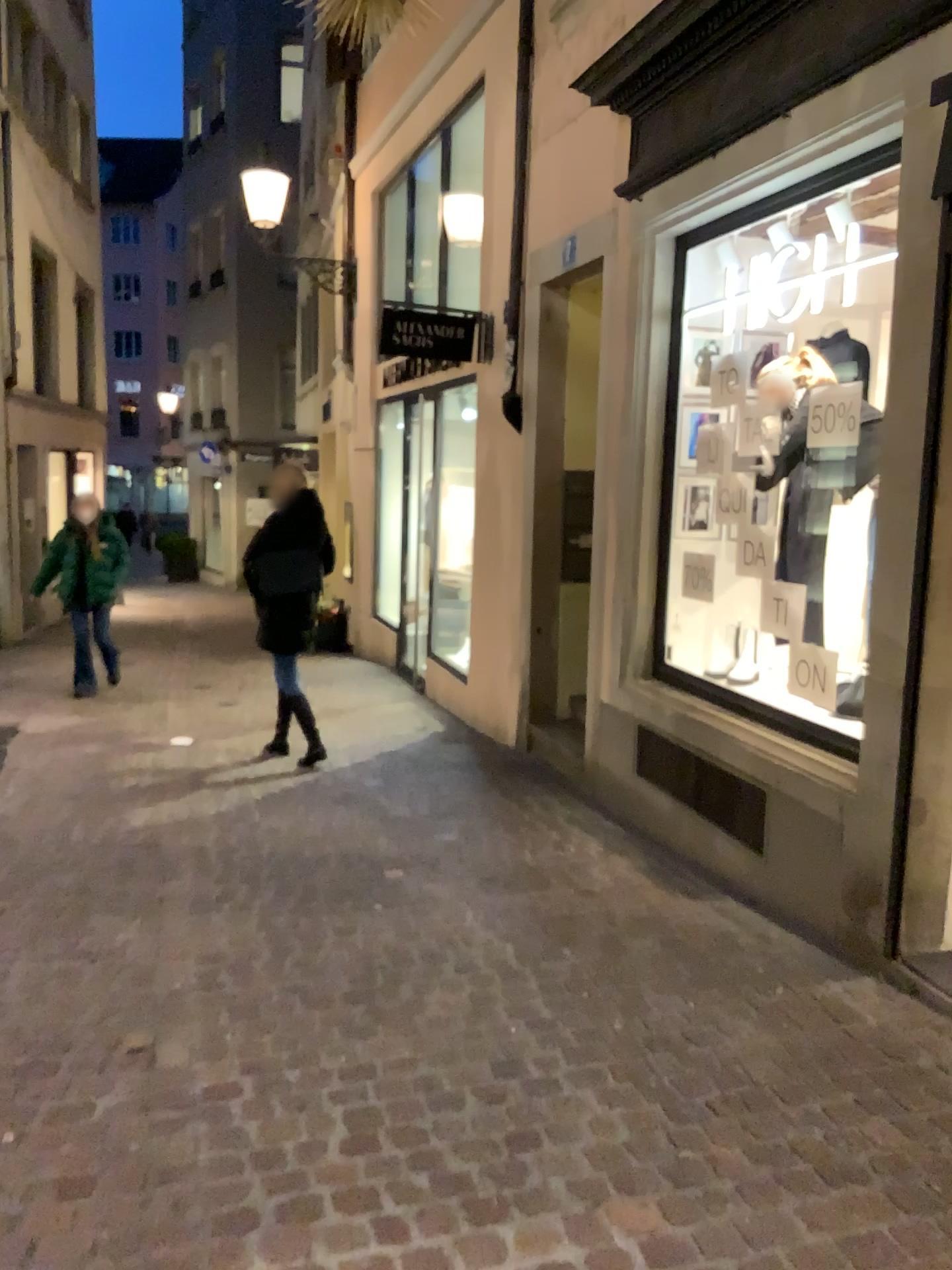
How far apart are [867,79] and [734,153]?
0.7m
